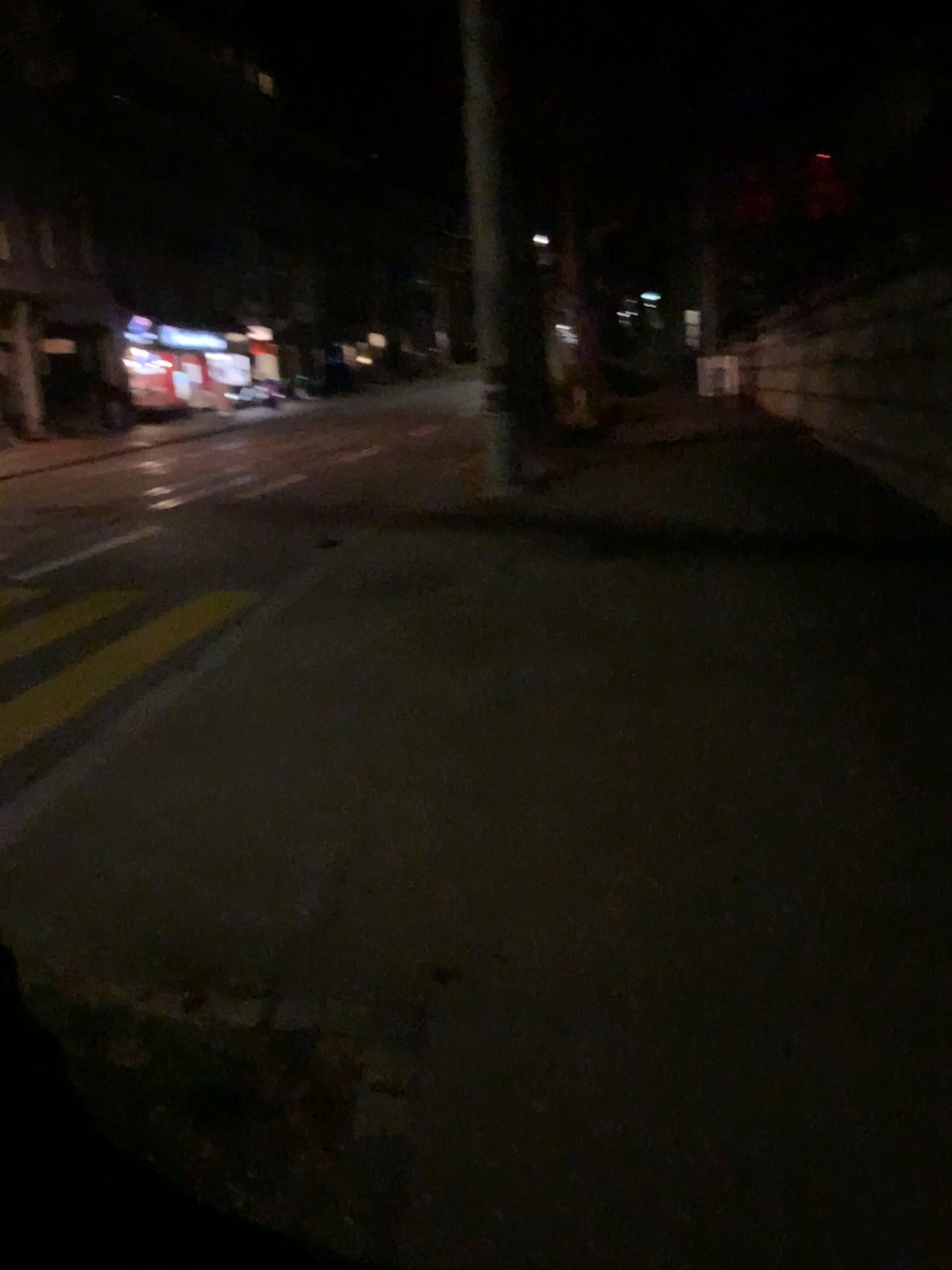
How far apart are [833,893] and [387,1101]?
1.4 meters
